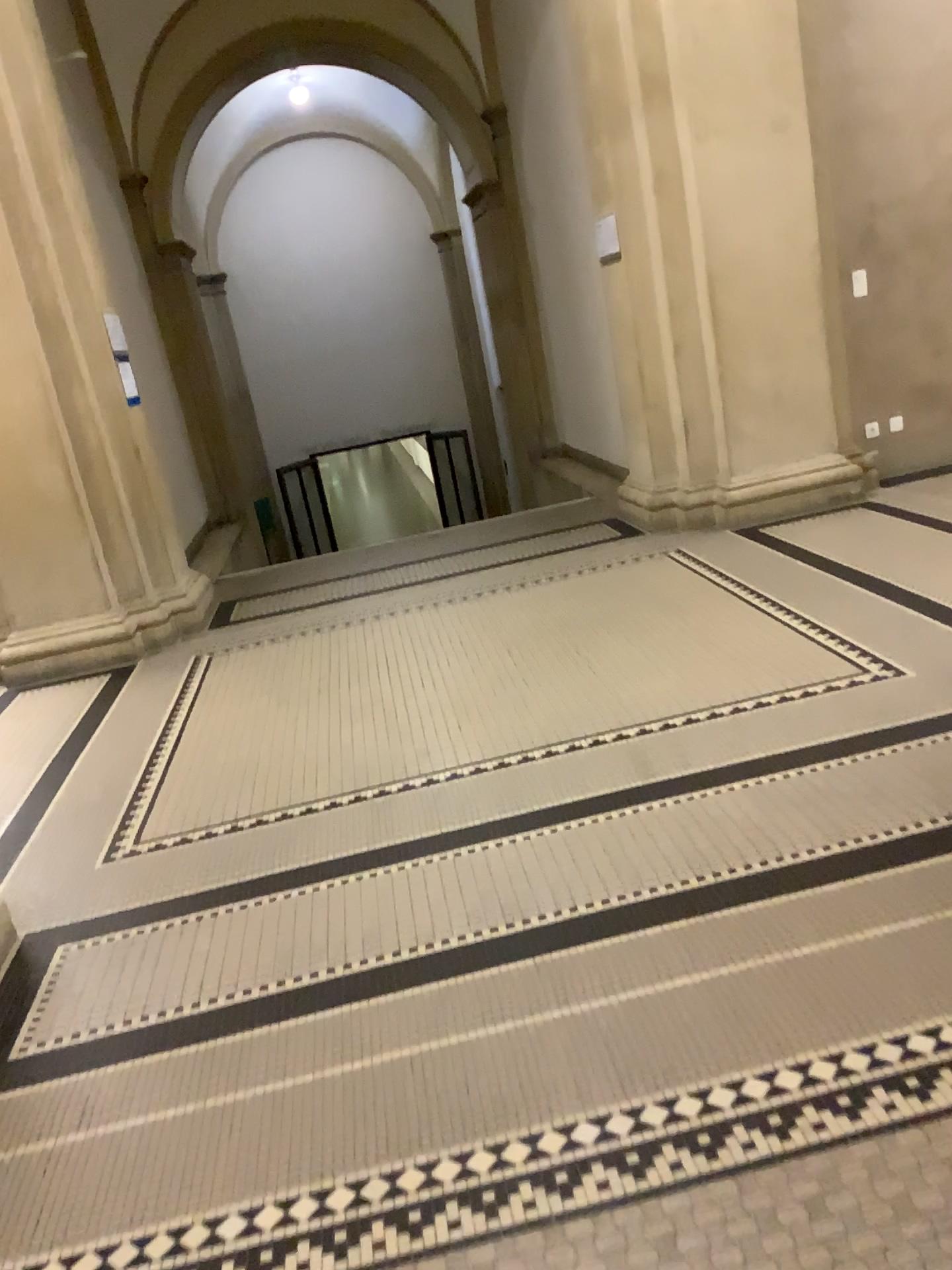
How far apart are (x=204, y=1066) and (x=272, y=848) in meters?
1.0 m
